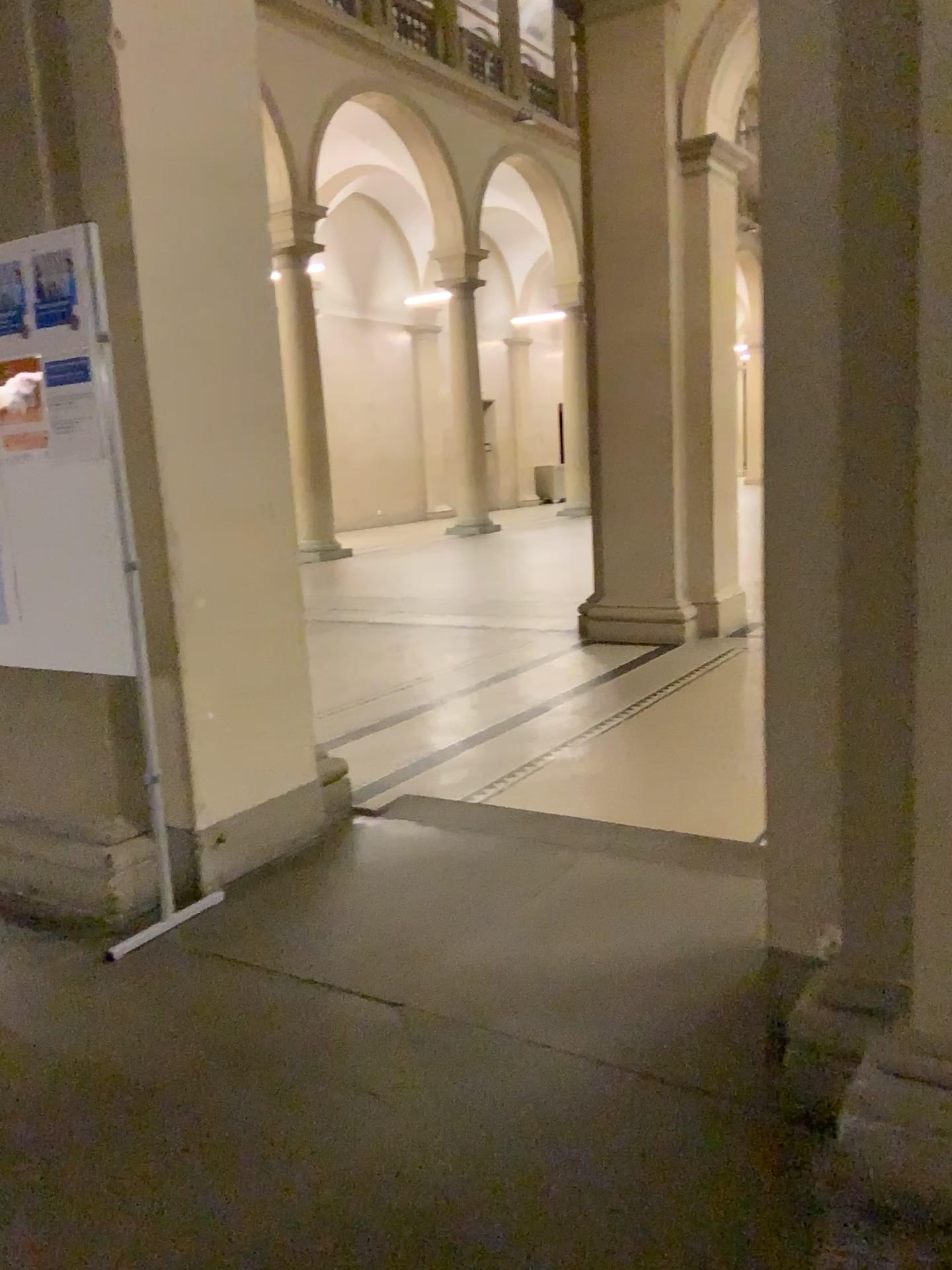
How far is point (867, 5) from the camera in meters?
1.8 m

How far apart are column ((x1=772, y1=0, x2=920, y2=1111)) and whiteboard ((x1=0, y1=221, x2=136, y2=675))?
1.7m

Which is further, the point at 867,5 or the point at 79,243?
the point at 79,243

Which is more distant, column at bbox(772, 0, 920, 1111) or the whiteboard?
the whiteboard

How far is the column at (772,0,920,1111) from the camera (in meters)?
1.81

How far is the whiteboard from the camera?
2.92m

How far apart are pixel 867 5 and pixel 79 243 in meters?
2.1

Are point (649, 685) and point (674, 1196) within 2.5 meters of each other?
no
